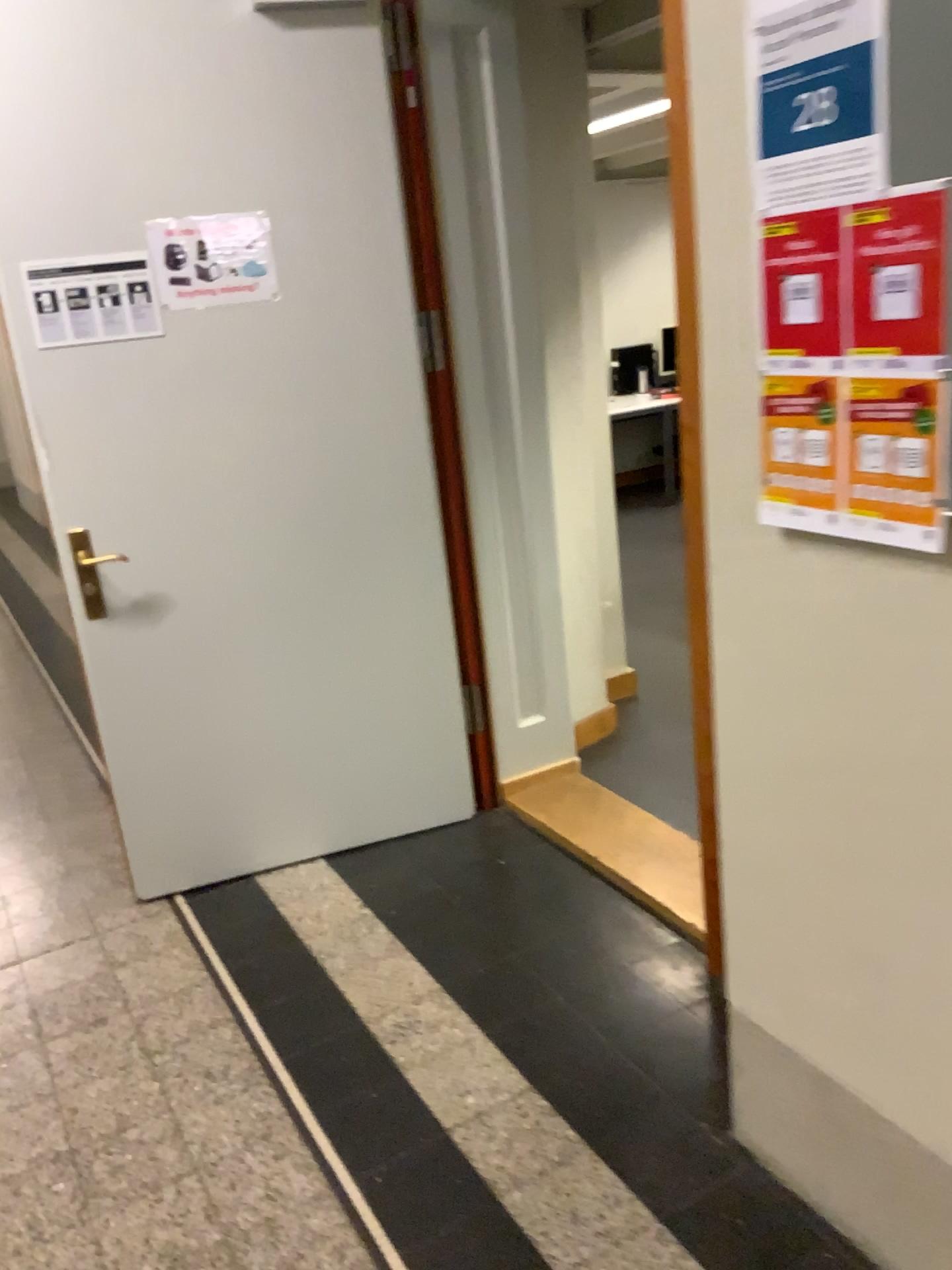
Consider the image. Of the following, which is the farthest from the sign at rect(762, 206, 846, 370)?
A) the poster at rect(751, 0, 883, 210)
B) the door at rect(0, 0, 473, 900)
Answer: the door at rect(0, 0, 473, 900)

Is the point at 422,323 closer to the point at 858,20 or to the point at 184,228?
the point at 184,228

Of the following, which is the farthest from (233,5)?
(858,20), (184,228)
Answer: (858,20)

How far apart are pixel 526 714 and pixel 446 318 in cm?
126

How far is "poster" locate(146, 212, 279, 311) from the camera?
2.6m

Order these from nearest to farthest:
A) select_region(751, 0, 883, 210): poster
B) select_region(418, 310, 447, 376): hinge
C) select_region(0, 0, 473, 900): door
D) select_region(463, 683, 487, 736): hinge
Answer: select_region(751, 0, 883, 210): poster < select_region(0, 0, 473, 900): door < select_region(418, 310, 447, 376): hinge < select_region(463, 683, 487, 736): hinge

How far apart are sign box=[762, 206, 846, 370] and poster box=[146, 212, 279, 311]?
1.7m

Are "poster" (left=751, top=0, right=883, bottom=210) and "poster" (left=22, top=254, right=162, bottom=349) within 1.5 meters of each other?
no

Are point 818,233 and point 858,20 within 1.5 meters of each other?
yes

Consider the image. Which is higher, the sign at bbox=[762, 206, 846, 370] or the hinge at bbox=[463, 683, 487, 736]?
the sign at bbox=[762, 206, 846, 370]
